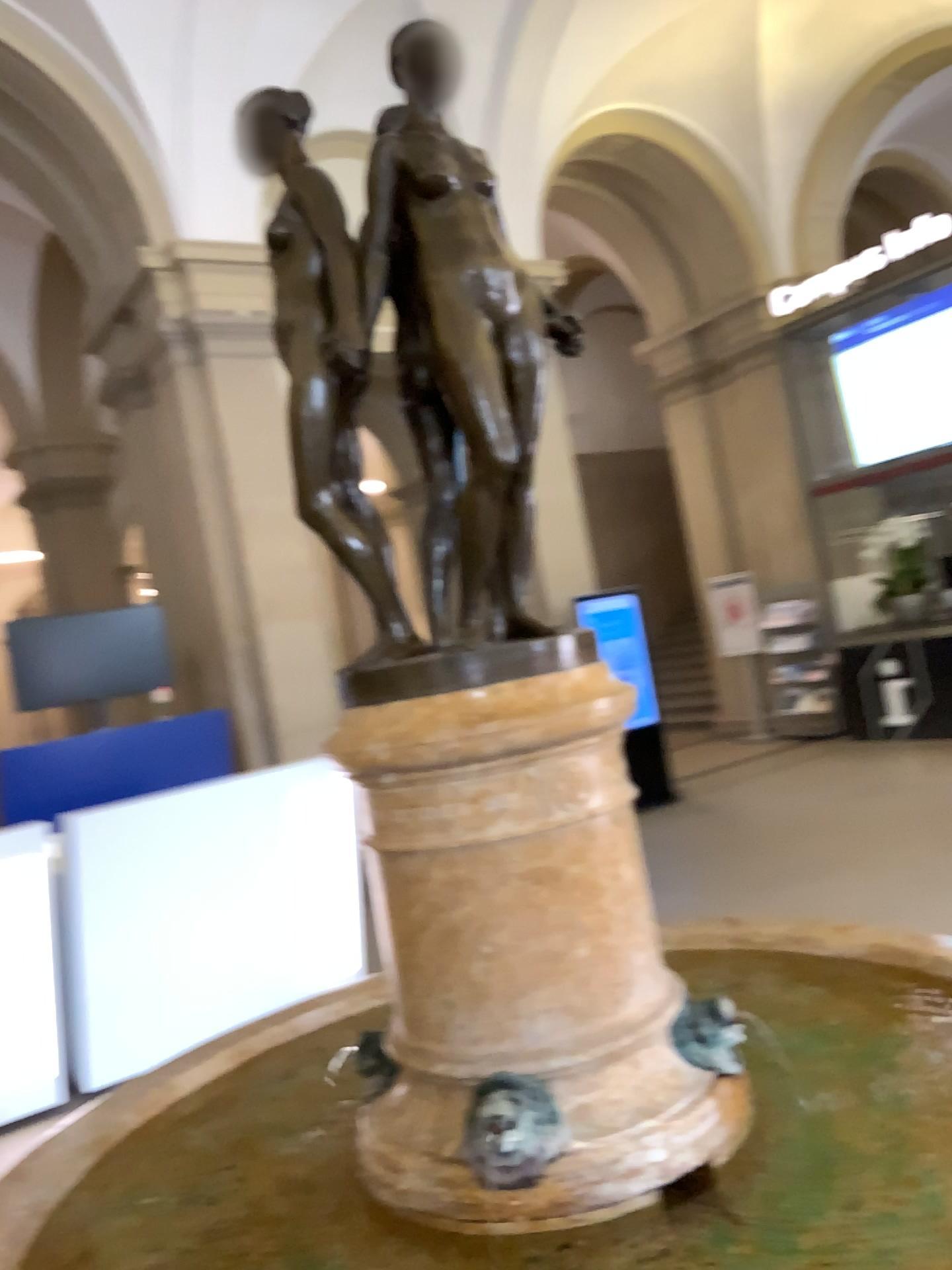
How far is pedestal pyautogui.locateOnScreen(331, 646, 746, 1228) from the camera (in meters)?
1.56

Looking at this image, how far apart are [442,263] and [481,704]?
0.7m

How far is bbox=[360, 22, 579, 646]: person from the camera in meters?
1.6 m

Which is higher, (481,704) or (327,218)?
(327,218)

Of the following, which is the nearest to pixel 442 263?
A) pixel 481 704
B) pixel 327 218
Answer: pixel 327 218

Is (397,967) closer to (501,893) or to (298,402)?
(501,893)
